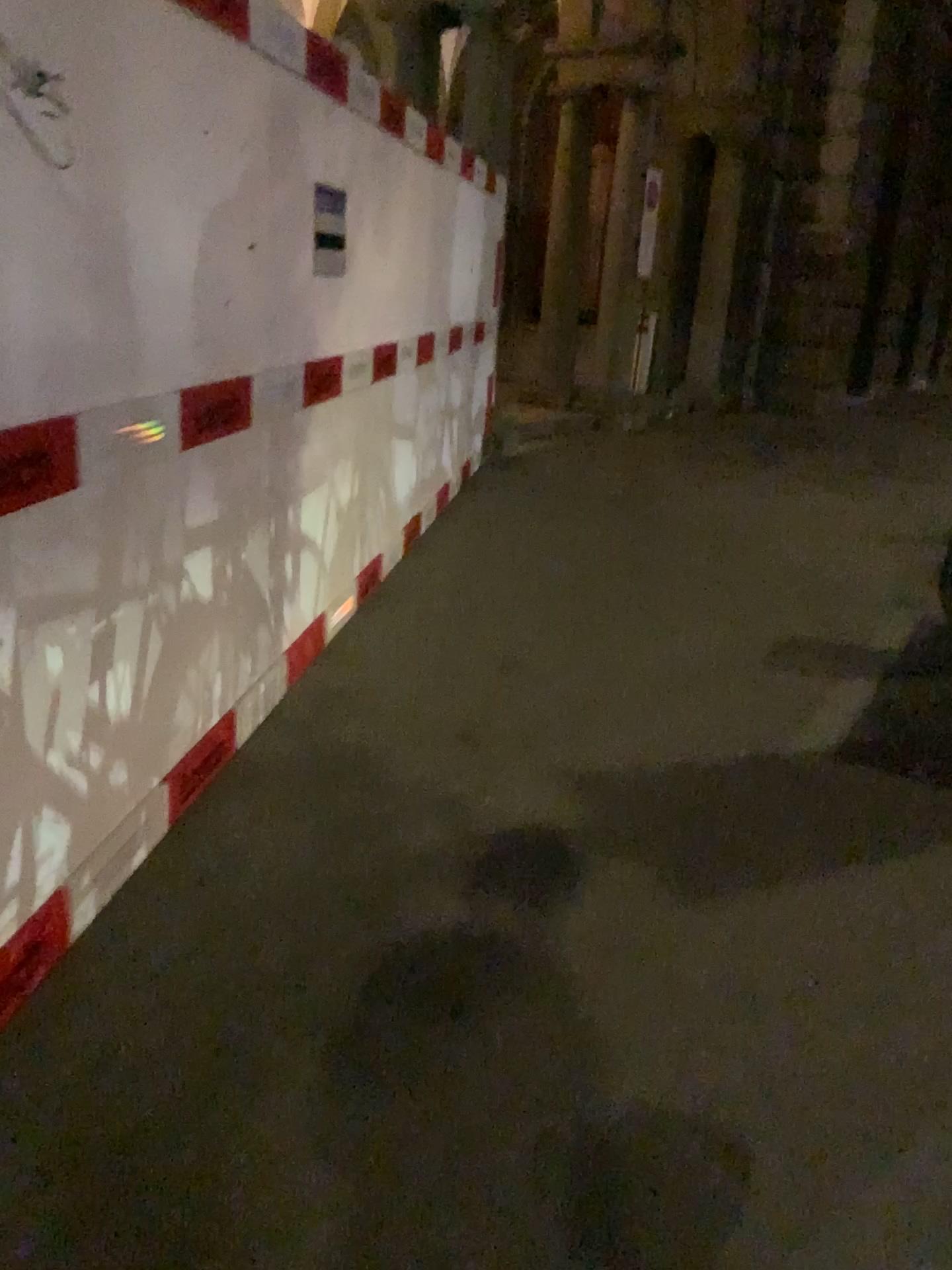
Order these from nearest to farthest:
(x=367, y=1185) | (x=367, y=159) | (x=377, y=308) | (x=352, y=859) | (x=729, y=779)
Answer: (x=367, y=1185)
(x=352, y=859)
(x=729, y=779)
(x=367, y=159)
(x=377, y=308)
